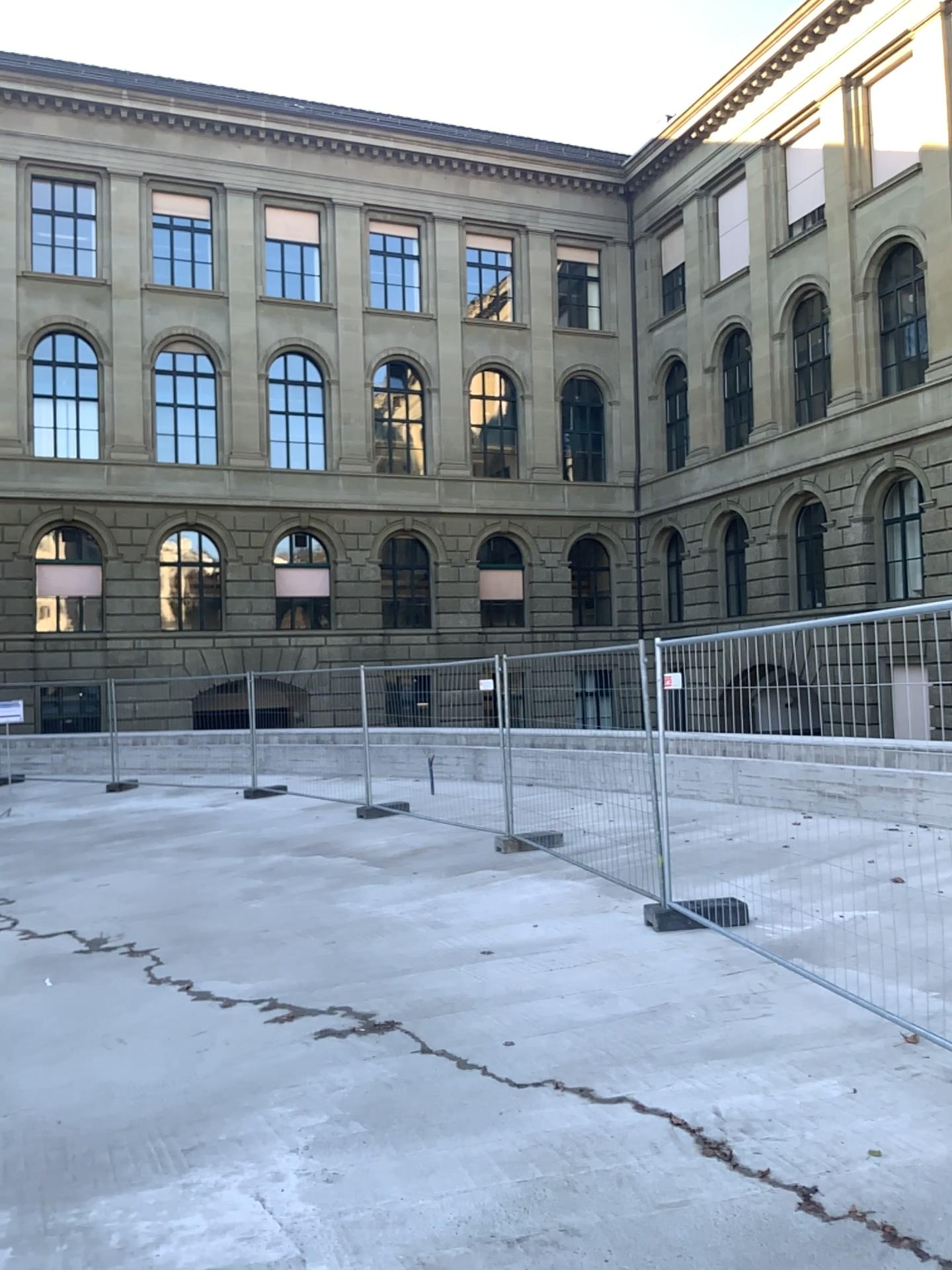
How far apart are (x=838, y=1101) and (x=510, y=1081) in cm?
129
